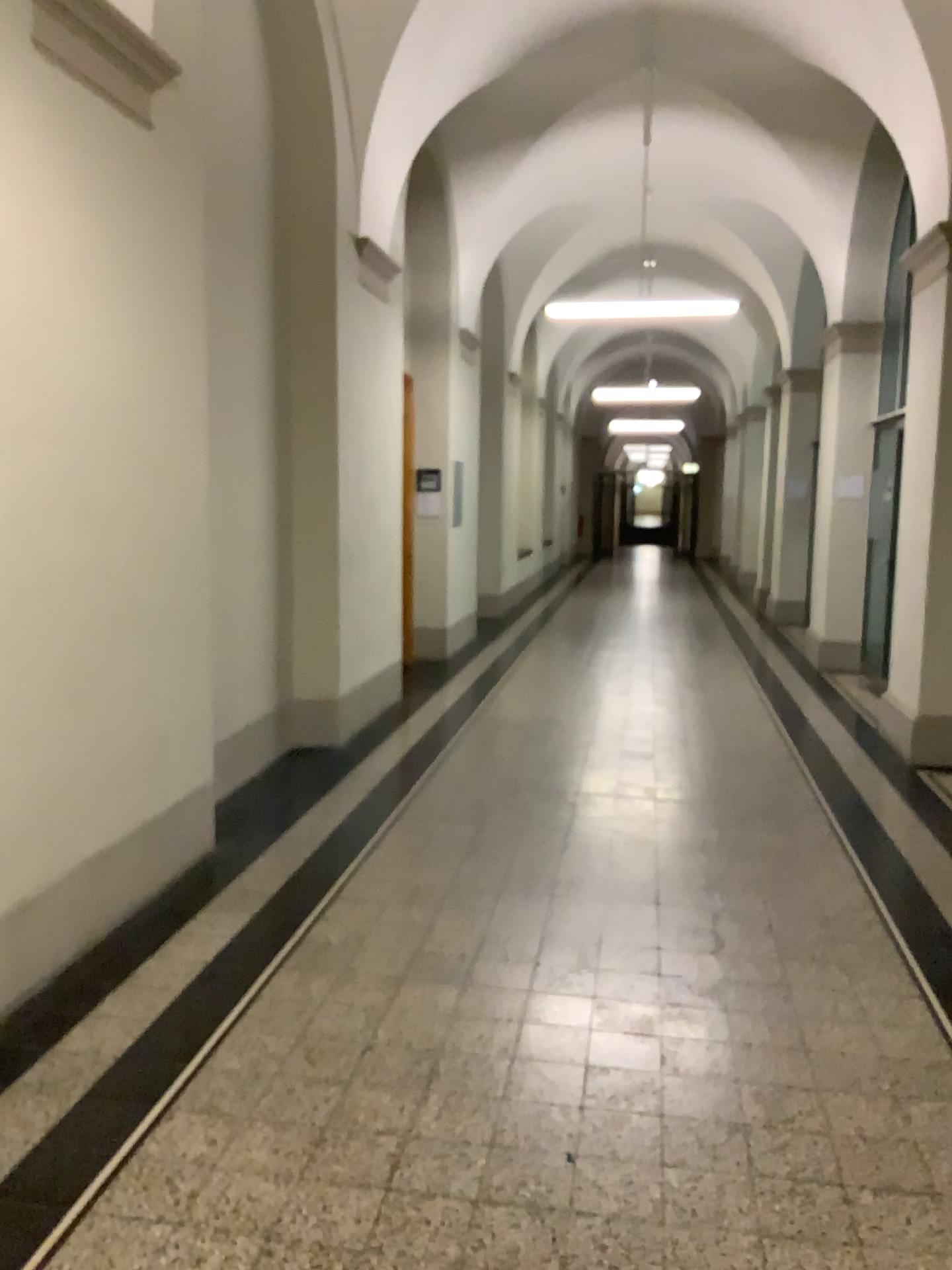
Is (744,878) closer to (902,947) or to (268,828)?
(902,947)
